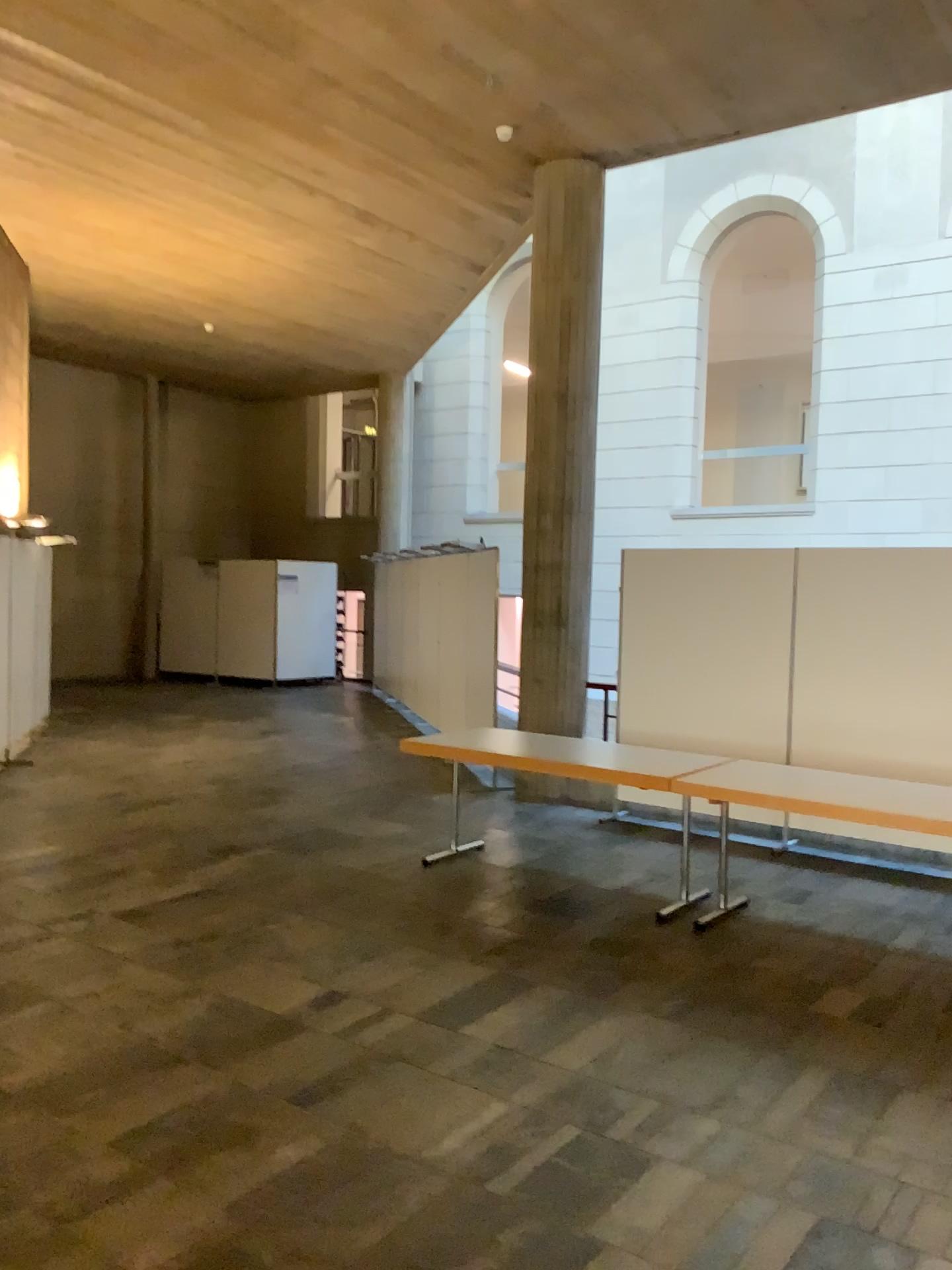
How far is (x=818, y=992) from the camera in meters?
4.3 m
